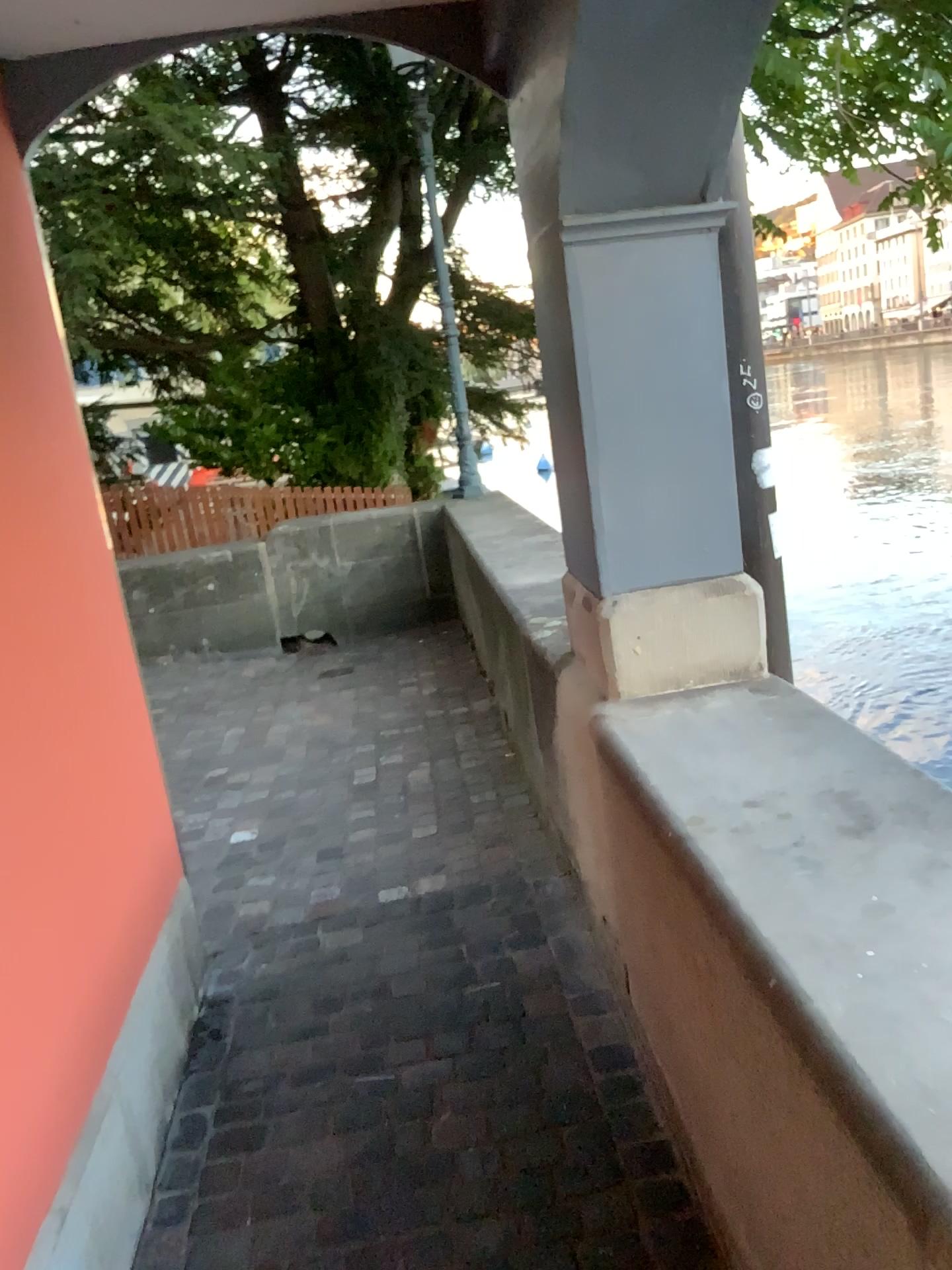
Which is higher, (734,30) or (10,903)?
(734,30)

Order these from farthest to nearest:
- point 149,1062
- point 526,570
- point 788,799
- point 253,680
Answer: point 253,680 → point 526,570 → point 149,1062 → point 788,799
